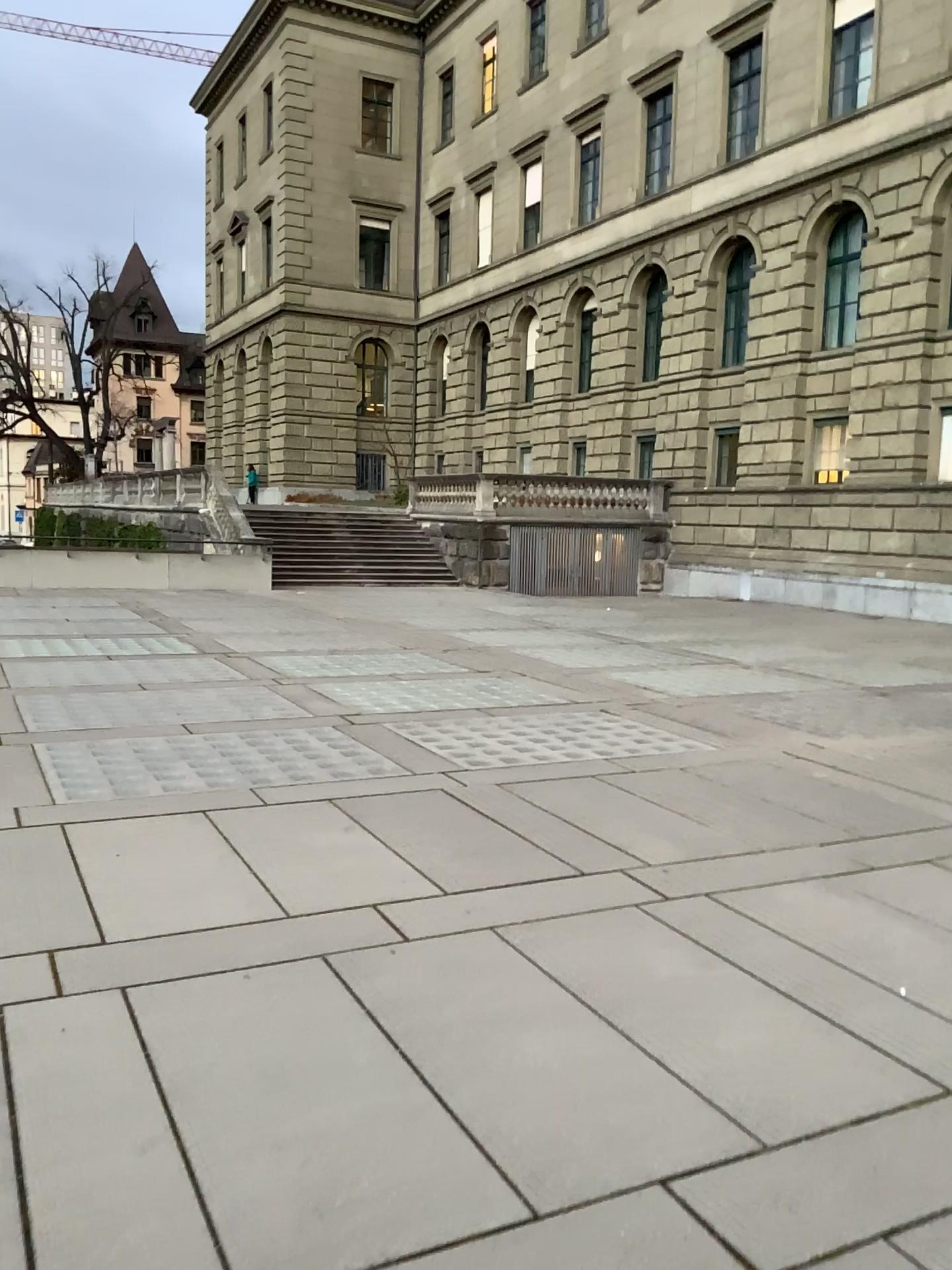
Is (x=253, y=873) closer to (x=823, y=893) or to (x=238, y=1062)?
(x=238, y=1062)
